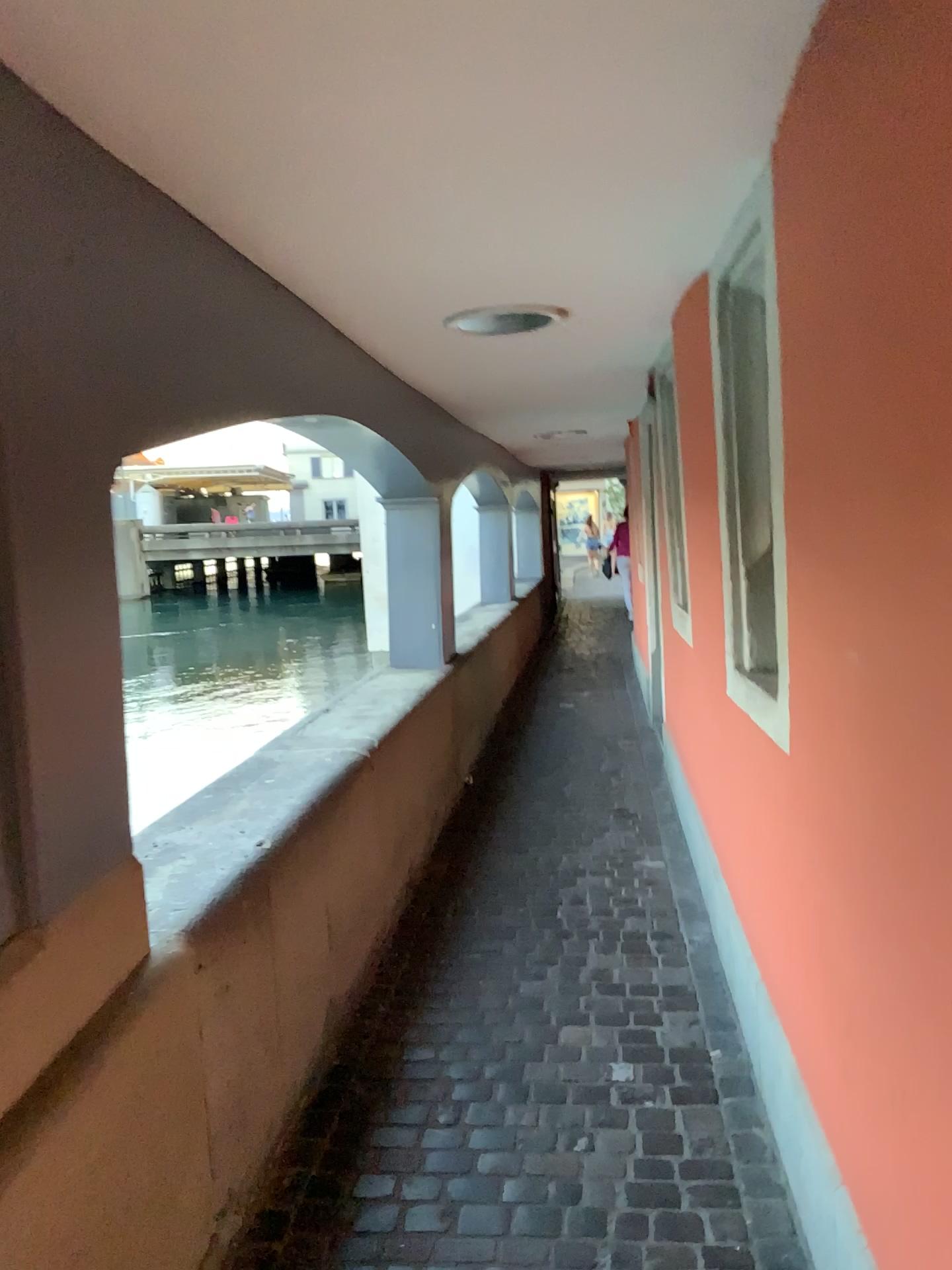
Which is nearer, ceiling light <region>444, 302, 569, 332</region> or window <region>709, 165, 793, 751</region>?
window <region>709, 165, 793, 751</region>

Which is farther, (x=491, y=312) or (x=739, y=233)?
(x=491, y=312)

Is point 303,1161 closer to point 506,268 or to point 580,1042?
point 580,1042
